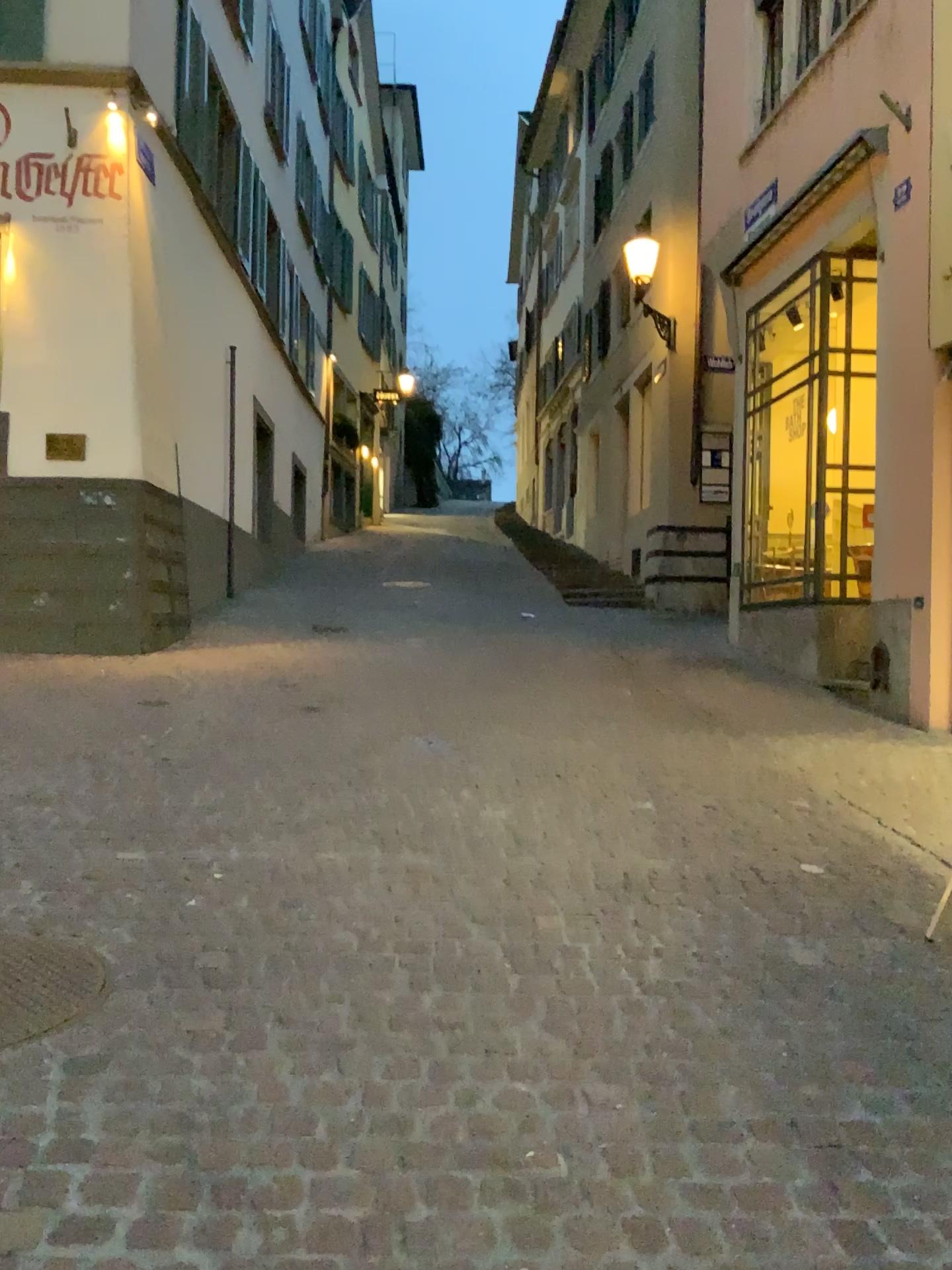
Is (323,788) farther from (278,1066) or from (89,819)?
(278,1066)
